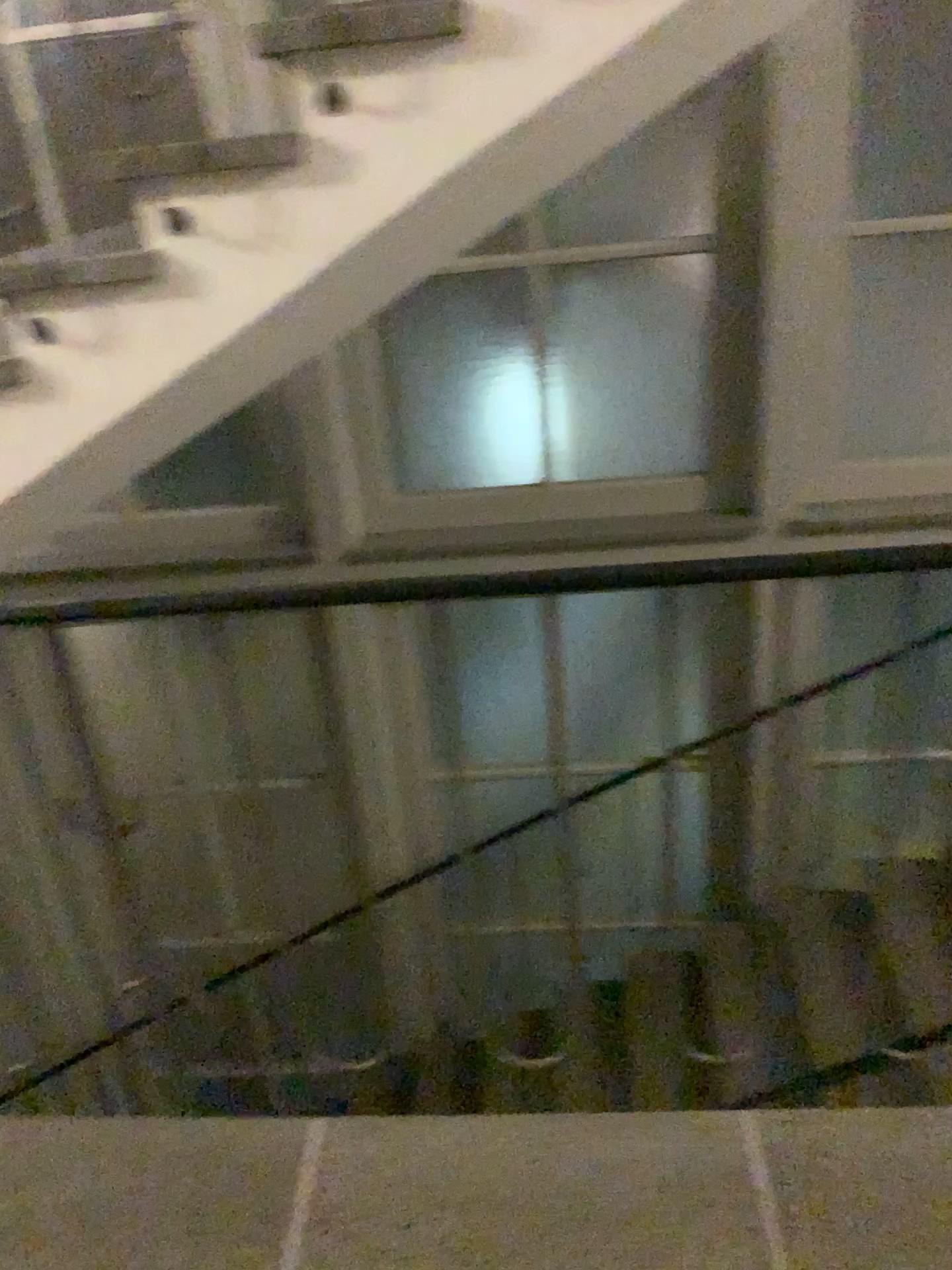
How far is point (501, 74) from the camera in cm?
178

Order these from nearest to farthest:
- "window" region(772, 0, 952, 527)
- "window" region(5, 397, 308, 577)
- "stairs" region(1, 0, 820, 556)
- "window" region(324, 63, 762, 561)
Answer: "stairs" region(1, 0, 820, 556), "window" region(772, 0, 952, 527), "window" region(324, 63, 762, 561), "window" region(5, 397, 308, 577)

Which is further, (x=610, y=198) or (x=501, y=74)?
(x=610, y=198)

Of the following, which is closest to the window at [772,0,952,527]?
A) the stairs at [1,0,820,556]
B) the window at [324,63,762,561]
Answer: the window at [324,63,762,561]

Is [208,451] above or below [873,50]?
below

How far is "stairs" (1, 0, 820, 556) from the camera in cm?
178

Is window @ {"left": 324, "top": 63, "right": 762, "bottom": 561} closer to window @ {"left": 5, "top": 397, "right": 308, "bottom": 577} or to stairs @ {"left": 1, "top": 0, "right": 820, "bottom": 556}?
window @ {"left": 5, "top": 397, "right": 308, "bottom": 577}

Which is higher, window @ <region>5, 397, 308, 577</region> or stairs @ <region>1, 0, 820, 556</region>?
stairs @ <region>1, 0, 820, 556</region>

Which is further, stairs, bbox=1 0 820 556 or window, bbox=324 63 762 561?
window, bbox=324 63 762 561

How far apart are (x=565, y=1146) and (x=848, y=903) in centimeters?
292cm
